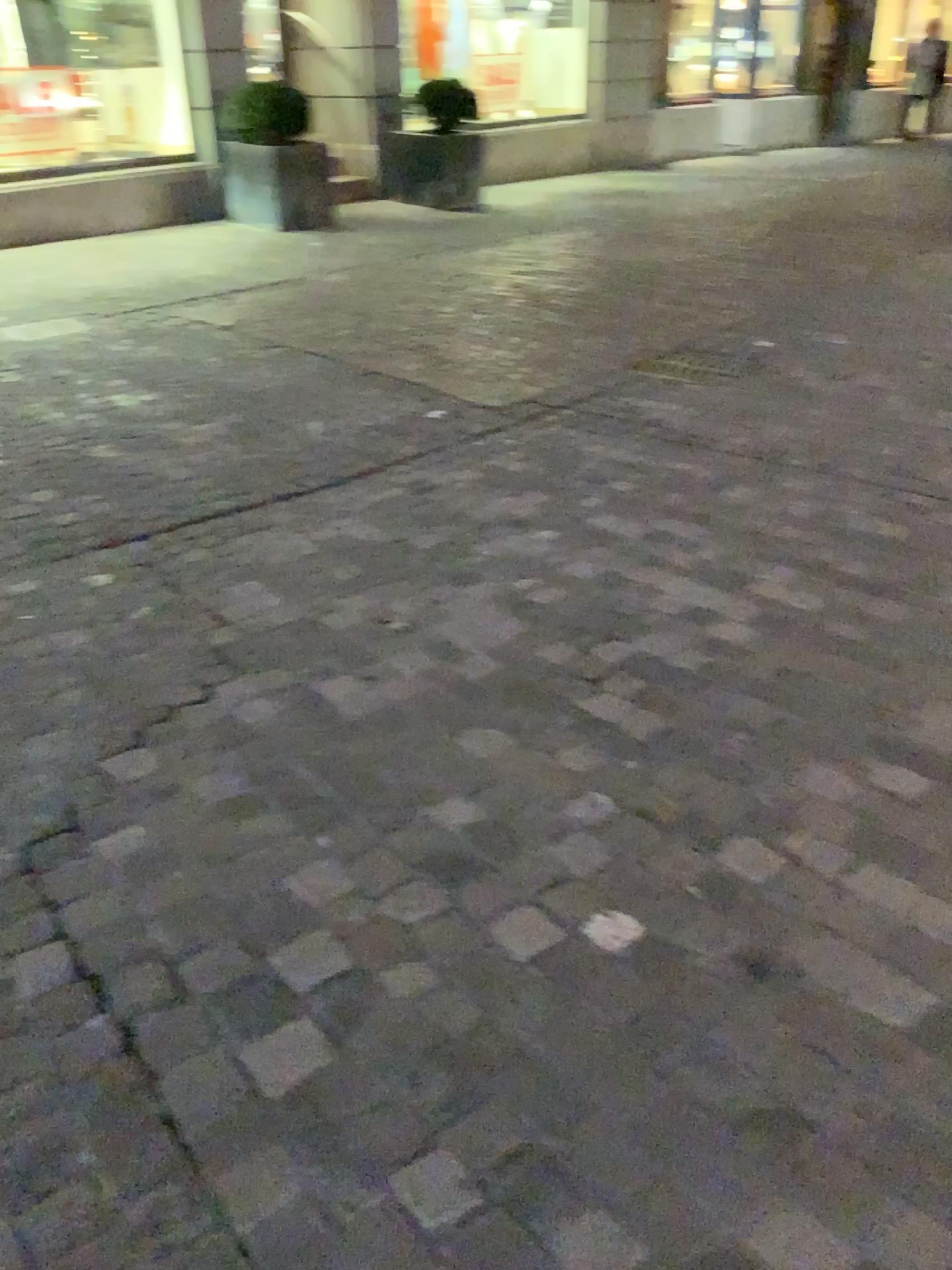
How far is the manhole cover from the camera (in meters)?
4.75

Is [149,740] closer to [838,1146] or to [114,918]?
[114,918]

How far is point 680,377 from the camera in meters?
4.7
